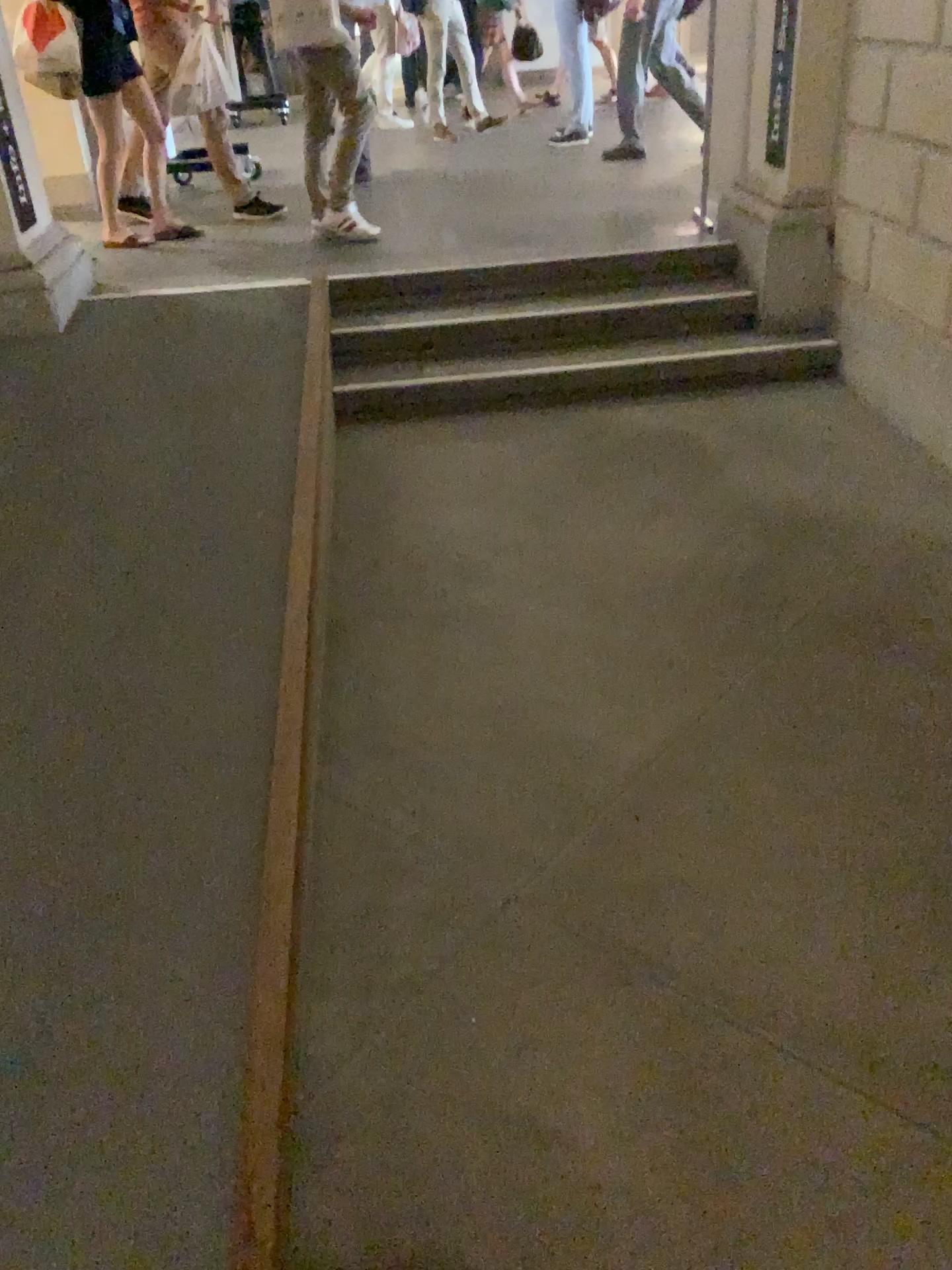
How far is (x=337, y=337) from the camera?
4.5 meters

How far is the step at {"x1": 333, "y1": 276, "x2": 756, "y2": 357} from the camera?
4.52m

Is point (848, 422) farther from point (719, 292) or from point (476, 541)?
point (476, 541)

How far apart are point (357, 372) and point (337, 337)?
0.30m

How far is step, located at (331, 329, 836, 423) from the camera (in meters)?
4.32

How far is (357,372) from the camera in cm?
432
